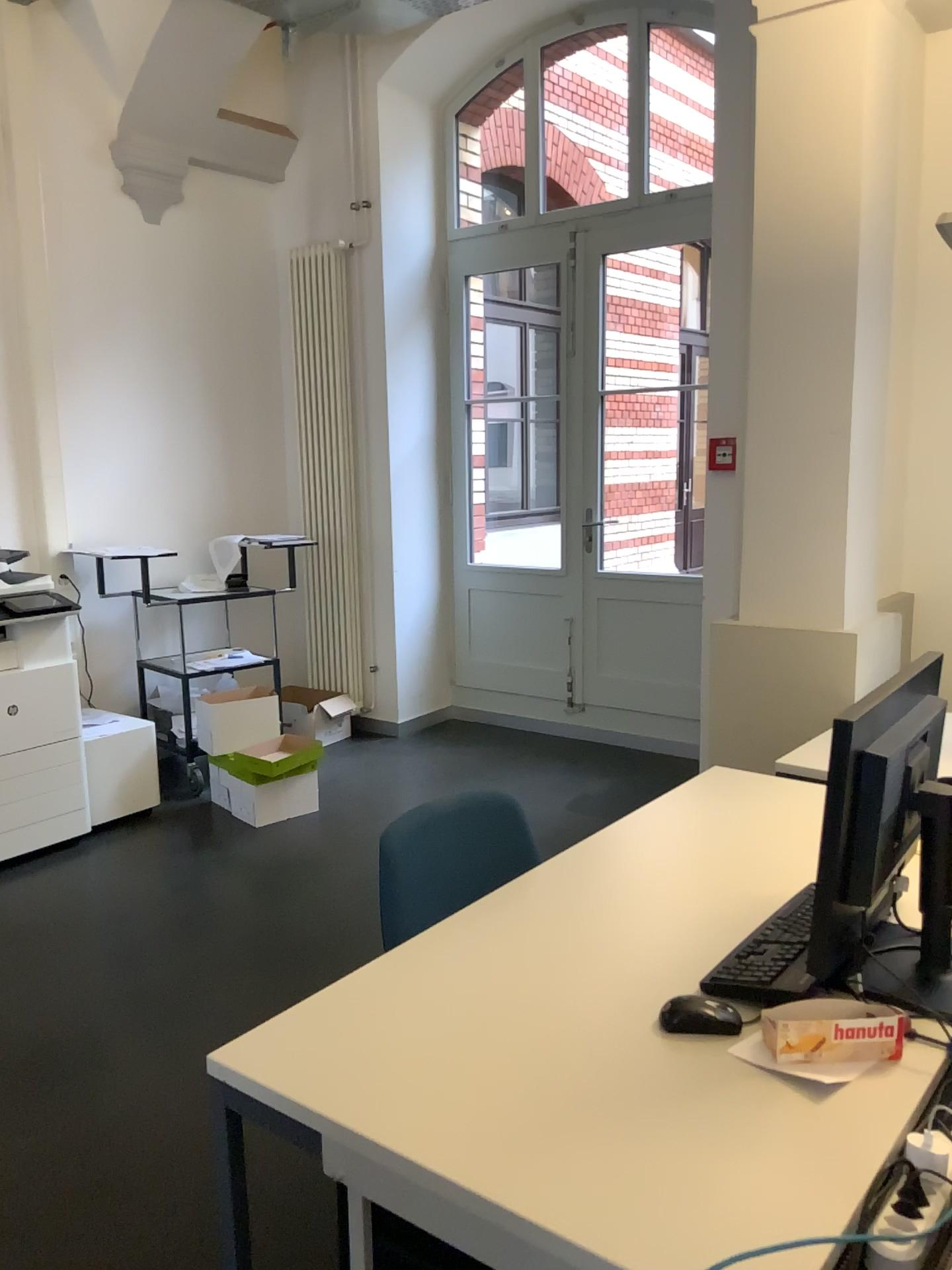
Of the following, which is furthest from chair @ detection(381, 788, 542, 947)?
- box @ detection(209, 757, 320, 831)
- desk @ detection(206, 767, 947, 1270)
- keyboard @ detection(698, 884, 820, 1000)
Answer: box @ detection(209, 757, 320, 831)

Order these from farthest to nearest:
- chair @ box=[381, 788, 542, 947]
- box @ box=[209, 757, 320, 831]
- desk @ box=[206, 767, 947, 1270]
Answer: box @ box=[209, 757, 320, 831]
chair @ box=[381, 788, 542, 947]
desk @ box=[206, 767, 947, 1270]

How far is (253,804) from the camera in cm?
439

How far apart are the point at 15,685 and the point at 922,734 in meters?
3.5

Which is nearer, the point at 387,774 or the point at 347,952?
the point at 347,952

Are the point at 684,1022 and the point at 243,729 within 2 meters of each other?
no

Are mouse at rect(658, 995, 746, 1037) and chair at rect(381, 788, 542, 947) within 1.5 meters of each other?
yes

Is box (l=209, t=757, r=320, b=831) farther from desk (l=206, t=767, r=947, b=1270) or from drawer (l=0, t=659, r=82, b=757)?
desk (l=206, t=767, r=947, b=1270)

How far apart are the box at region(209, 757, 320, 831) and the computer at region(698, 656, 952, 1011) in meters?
3.1 m

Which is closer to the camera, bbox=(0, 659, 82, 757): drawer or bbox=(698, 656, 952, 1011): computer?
bbox=(698, 656, 952, 1011): computer
